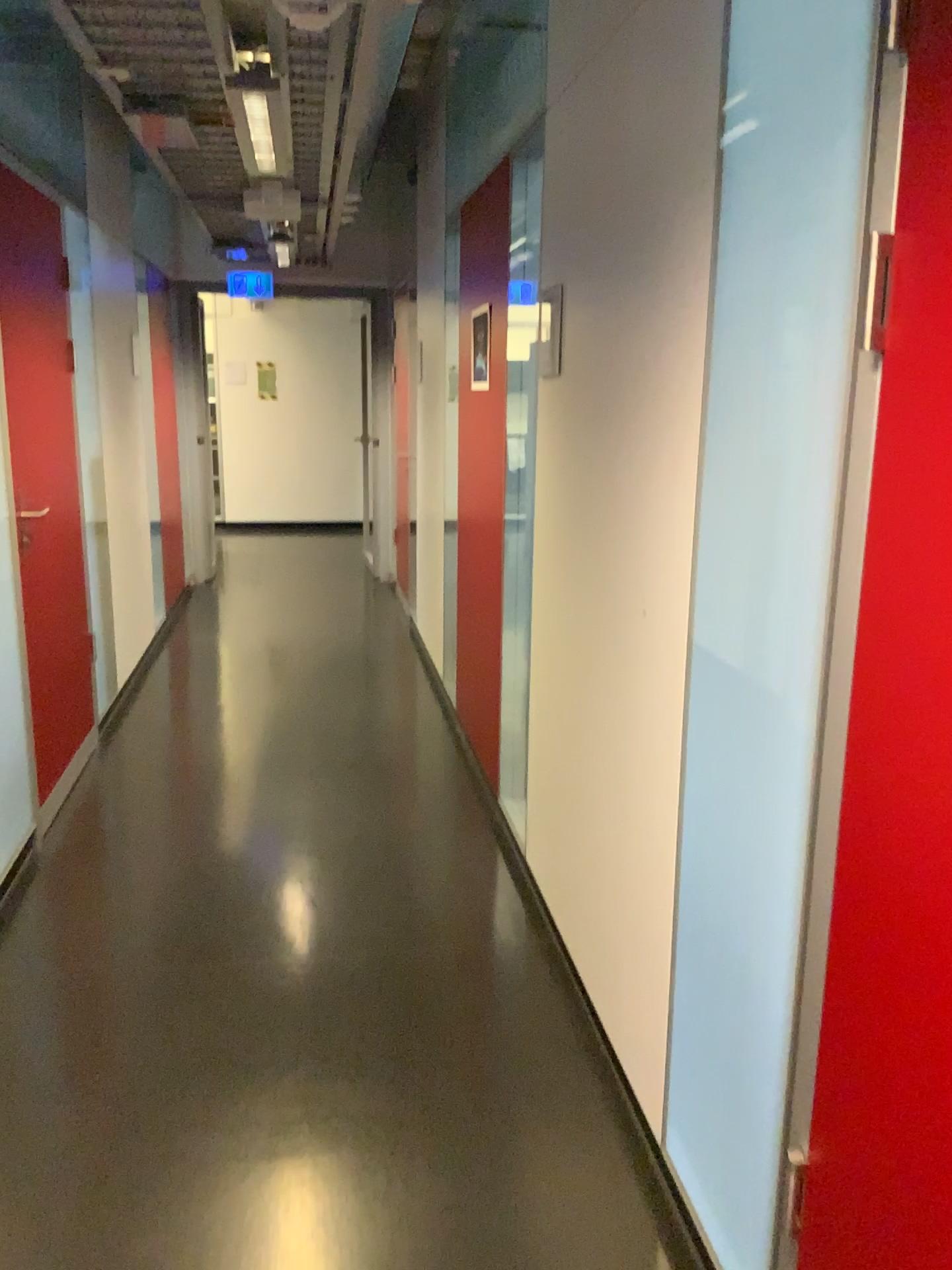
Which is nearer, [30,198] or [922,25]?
[922,25]

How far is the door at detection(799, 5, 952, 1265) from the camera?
1.05m

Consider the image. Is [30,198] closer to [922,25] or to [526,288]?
[526,288]

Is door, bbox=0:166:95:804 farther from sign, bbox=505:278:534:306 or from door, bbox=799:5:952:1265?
door, bbox=799:5:952:1265

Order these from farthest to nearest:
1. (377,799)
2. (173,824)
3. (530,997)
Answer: (377,799) → (173,824) → (530,997)

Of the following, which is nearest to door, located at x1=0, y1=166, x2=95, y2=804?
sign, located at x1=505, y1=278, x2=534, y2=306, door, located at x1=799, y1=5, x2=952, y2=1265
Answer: sign, located at x1=505, y1=278, x2=534, y2=306

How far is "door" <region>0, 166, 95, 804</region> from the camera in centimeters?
322cm

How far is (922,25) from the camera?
1.0 meters

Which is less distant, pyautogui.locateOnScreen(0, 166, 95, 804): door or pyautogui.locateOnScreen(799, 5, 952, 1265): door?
pyautogui.locateOnScreen(799, 5, 952, 1265): door

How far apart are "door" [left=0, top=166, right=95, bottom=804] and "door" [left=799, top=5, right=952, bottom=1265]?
2.7 meters
